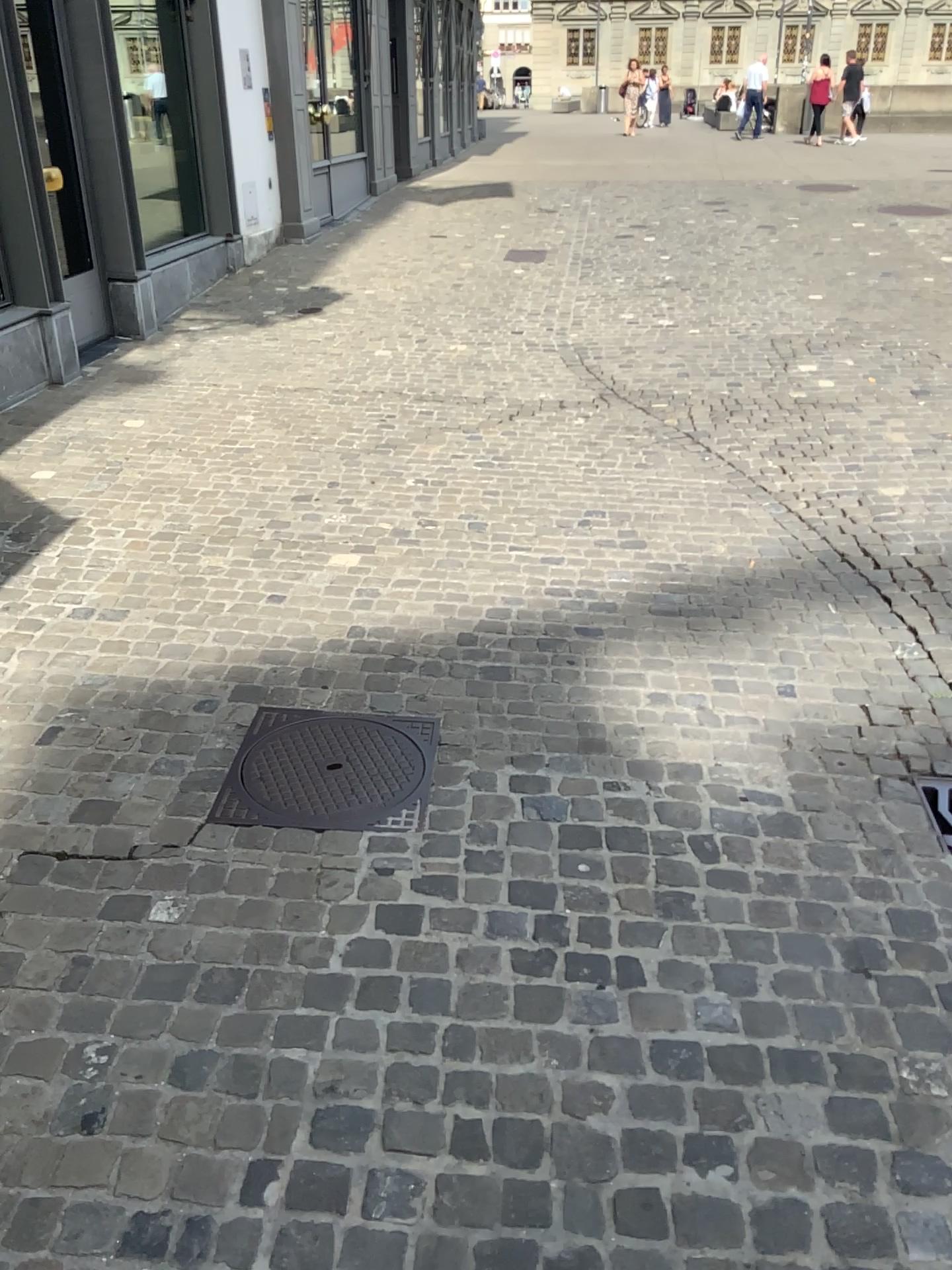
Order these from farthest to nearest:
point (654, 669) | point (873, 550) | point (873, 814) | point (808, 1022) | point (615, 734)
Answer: point (873, 550) < point (654, 669) < point (615, 734) < point (873, 814) < point (808, 1022)

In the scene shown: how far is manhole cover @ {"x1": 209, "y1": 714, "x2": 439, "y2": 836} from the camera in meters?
2.5 m

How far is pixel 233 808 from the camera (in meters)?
2.51
